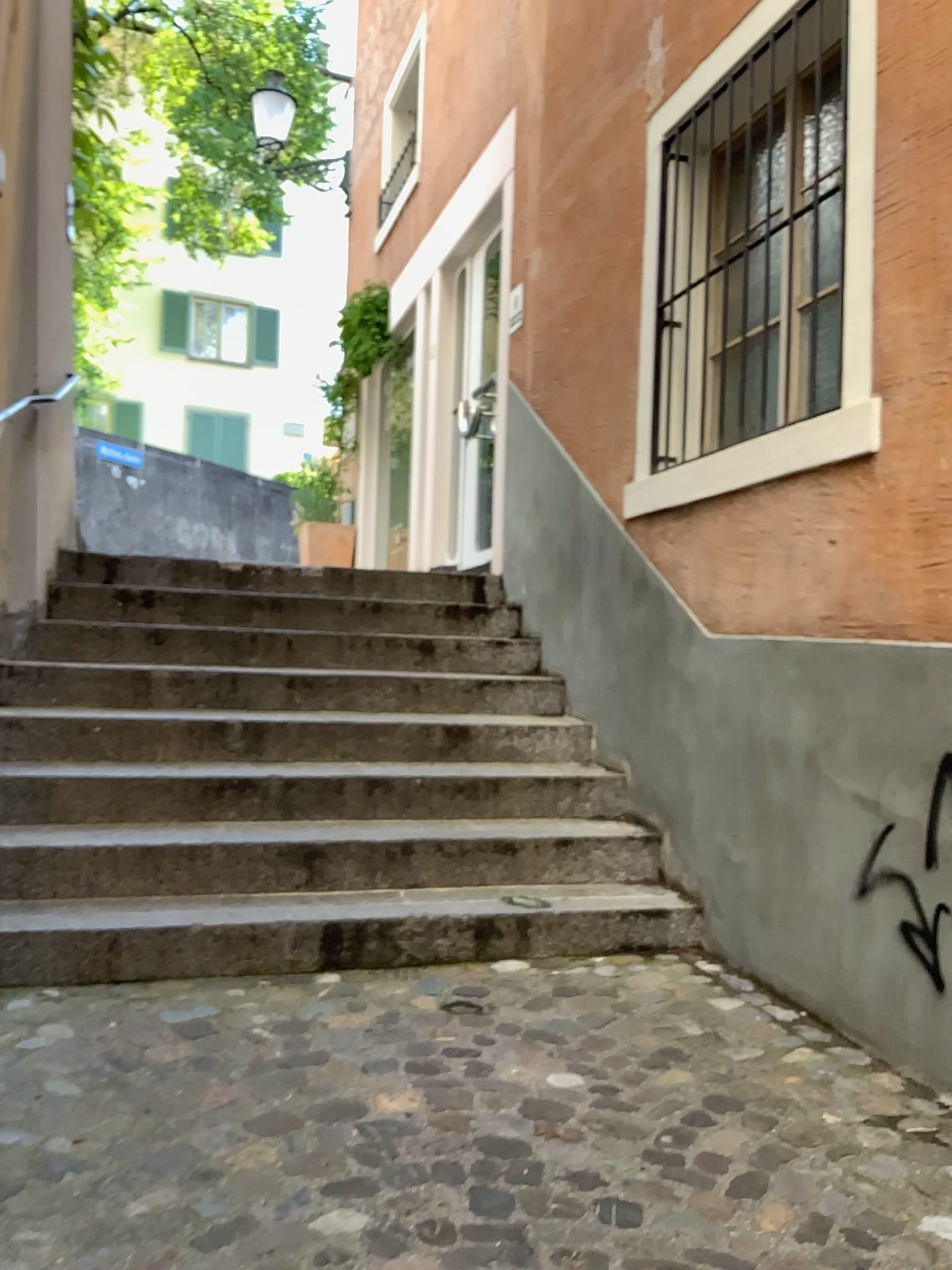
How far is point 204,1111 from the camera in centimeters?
209cm
